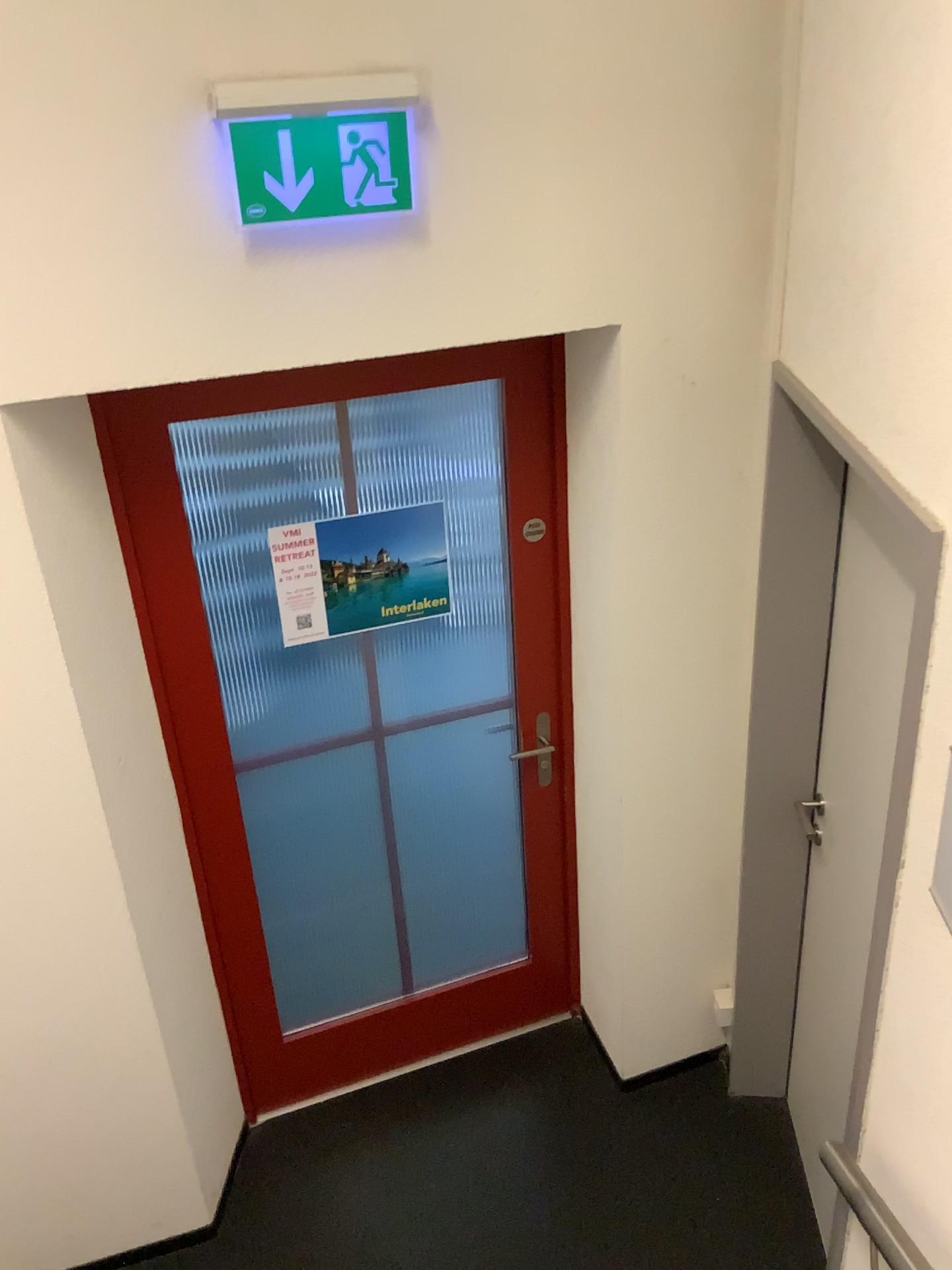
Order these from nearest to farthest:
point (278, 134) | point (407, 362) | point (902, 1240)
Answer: point (902, 1240)
point (278, 134)
point (407, 362)

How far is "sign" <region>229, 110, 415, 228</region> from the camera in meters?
1.7

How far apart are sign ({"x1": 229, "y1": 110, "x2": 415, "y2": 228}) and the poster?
0.78m

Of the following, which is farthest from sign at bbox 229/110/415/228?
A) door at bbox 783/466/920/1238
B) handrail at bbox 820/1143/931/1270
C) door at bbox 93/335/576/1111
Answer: handrail at bbox 820/1143/931/1270

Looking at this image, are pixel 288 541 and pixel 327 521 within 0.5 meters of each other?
yes

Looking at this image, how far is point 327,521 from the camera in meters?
2.4 m

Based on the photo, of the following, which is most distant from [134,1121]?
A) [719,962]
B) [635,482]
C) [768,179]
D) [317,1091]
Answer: [768,179]

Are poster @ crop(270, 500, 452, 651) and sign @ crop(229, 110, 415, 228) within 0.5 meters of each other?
no

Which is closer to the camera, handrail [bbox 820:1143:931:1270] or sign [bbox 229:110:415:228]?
handrail [bbox 820:1143:931:1270]

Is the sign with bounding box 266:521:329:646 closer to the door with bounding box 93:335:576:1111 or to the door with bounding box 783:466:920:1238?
the door with bounding box 93:335:576:1111
